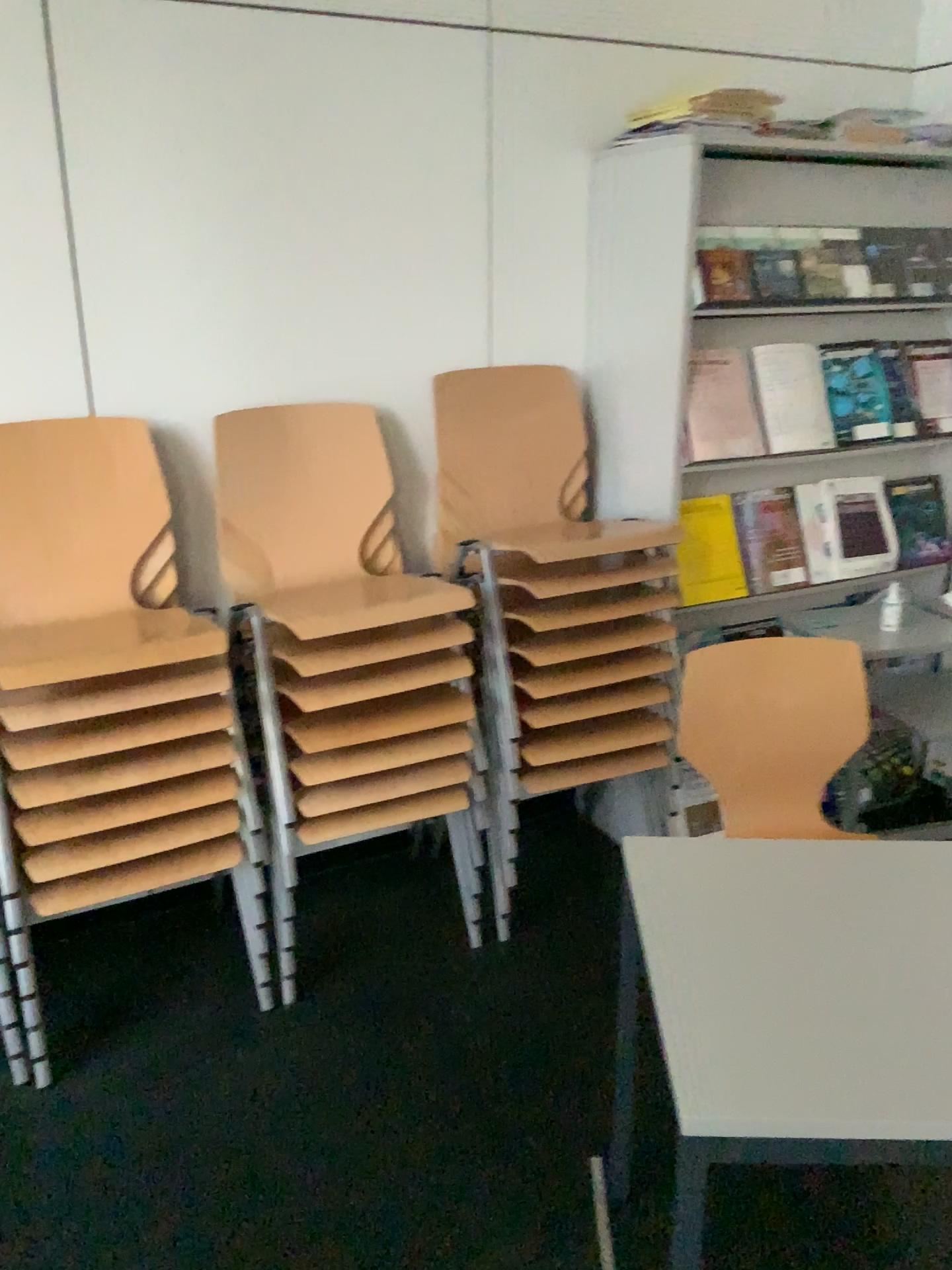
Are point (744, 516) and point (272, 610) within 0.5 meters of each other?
no

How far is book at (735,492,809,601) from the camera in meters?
2.8 m

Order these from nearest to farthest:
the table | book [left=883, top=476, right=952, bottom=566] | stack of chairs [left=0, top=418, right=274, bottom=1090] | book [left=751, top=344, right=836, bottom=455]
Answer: the table
stack of chairs [left=0, top=418, right=274, bottom=1090]
book [left=751, top=344, right=836, bottom=455]
book [left=883, top=476, right=952, bottom=566]

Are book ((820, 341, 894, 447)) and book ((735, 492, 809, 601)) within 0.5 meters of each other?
yes

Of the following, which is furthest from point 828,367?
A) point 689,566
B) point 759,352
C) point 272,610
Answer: point 272,610

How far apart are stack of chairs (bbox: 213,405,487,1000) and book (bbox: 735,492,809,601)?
0.82m

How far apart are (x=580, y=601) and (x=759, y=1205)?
1.26m

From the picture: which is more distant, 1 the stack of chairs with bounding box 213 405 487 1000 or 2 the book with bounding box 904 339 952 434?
2 the book with bounding box 904 339 952 434

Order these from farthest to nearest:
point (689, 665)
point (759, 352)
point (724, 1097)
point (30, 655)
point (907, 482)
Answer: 1. point (907, 482)
2. point (759, 352)
3. point (689, 665)
4. point (30, 655)
5. point (724, 1097)

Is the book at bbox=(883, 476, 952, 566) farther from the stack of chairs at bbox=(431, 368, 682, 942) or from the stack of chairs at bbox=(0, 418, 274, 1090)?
the stack of chairs at bbox=(0, 418, 274, 1090)
